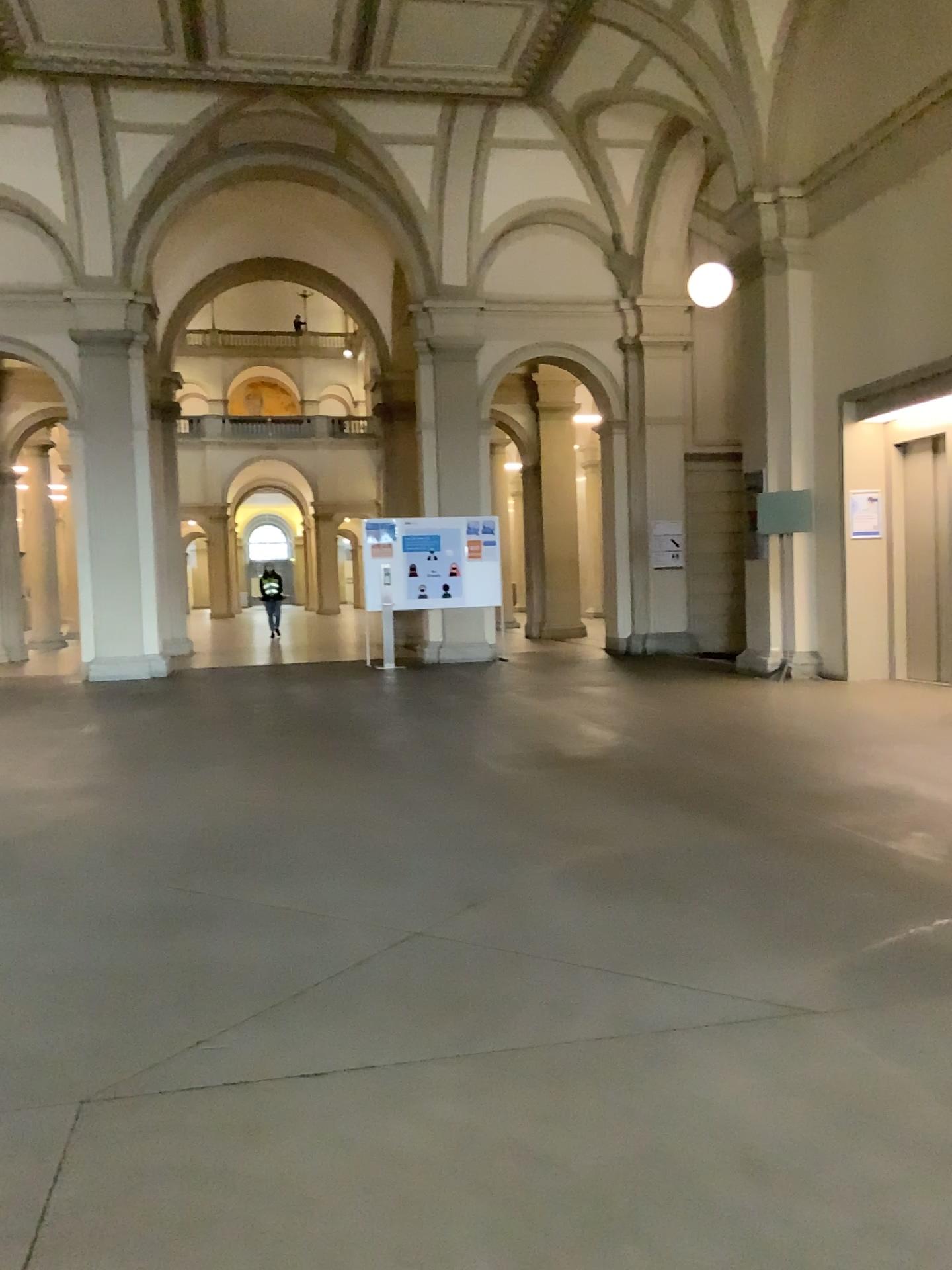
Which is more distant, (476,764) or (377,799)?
(476,764)
